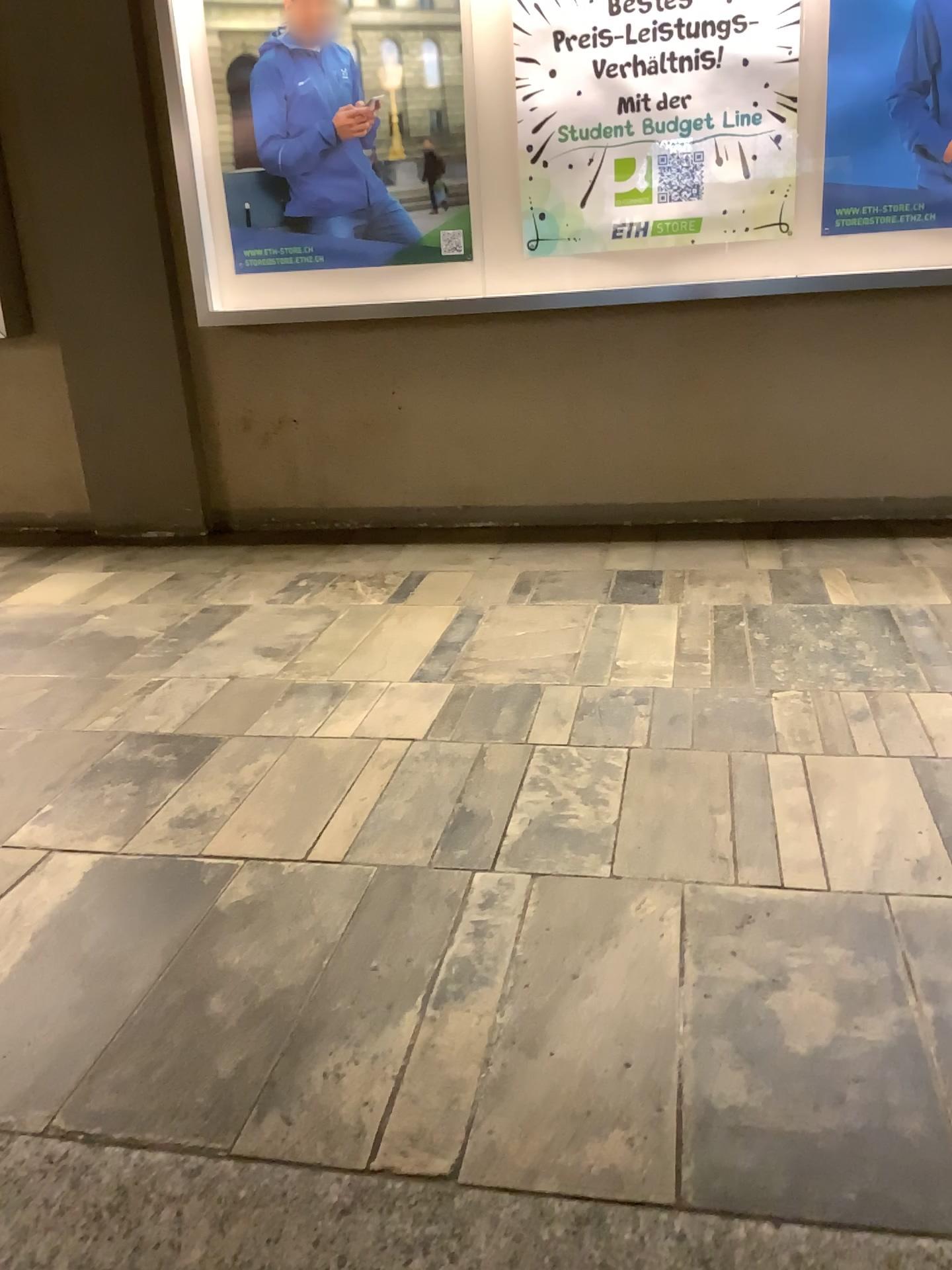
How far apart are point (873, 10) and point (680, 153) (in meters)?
0.64

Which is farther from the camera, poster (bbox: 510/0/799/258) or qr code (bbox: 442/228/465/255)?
qr code (bbox: 442/228/465/255)

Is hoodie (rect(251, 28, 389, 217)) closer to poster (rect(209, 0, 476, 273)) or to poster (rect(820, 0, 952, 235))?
poster (rect(209, 0, 476, 273))

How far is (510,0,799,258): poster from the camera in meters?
3.1

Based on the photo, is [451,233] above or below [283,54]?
below

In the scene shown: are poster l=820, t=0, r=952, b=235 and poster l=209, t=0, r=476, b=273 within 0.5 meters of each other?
no

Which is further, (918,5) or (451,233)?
(451,233)

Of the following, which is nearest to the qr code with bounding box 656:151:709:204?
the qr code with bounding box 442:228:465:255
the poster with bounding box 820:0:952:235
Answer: the poster with bounding box 820:0:952:235

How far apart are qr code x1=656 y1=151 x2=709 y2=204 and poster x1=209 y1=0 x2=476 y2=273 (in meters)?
0.63

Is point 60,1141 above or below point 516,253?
below
